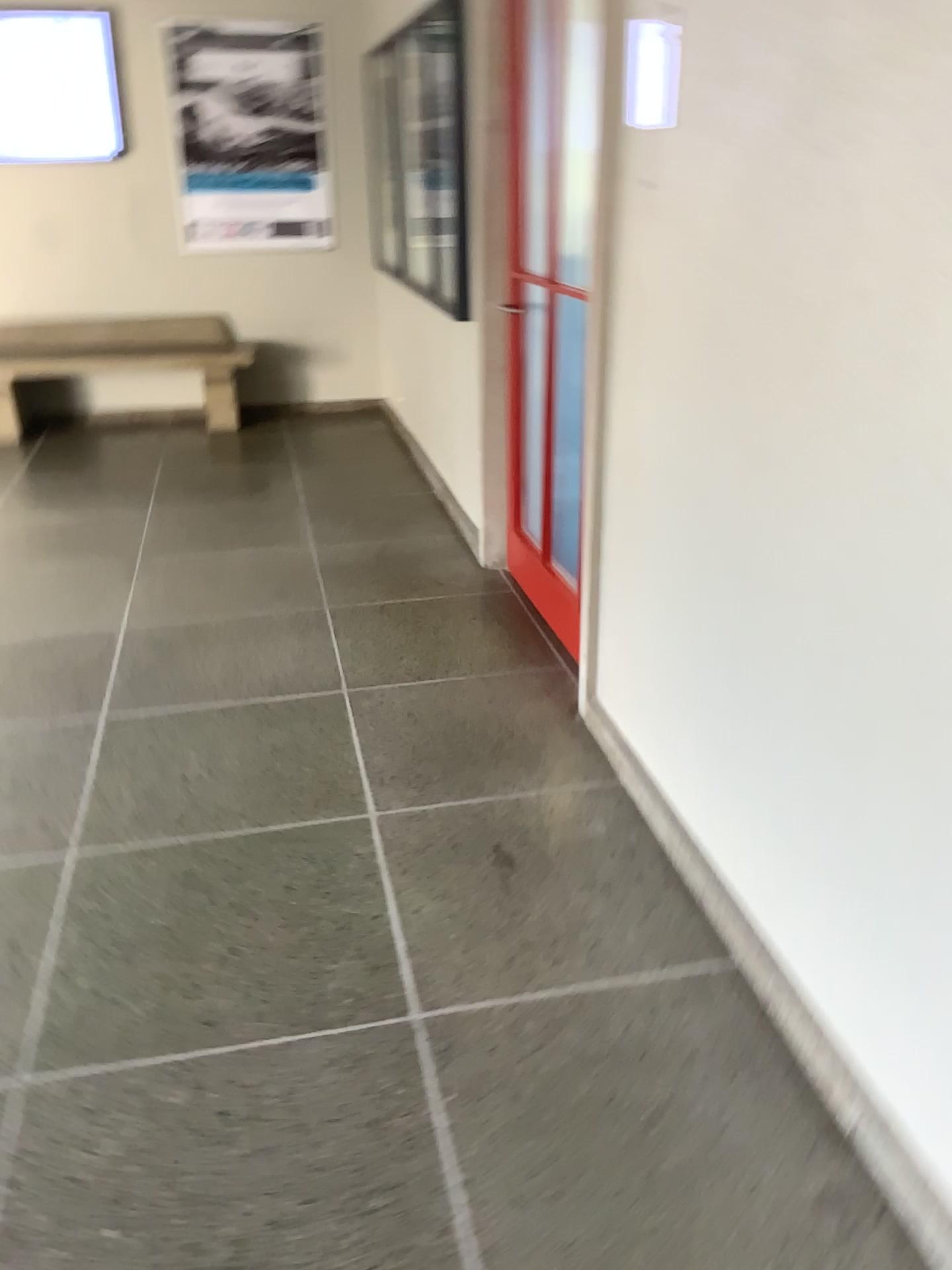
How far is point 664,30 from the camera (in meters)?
2.16

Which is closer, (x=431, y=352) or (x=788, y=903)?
(x=788, y=903)

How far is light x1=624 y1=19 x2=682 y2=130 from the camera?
2.16m

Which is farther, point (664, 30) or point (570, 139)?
point (570, 139)

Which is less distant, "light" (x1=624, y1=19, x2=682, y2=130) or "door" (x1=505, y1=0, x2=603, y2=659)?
"light" (x1=624, y1=19, x2=682, y2=130)
